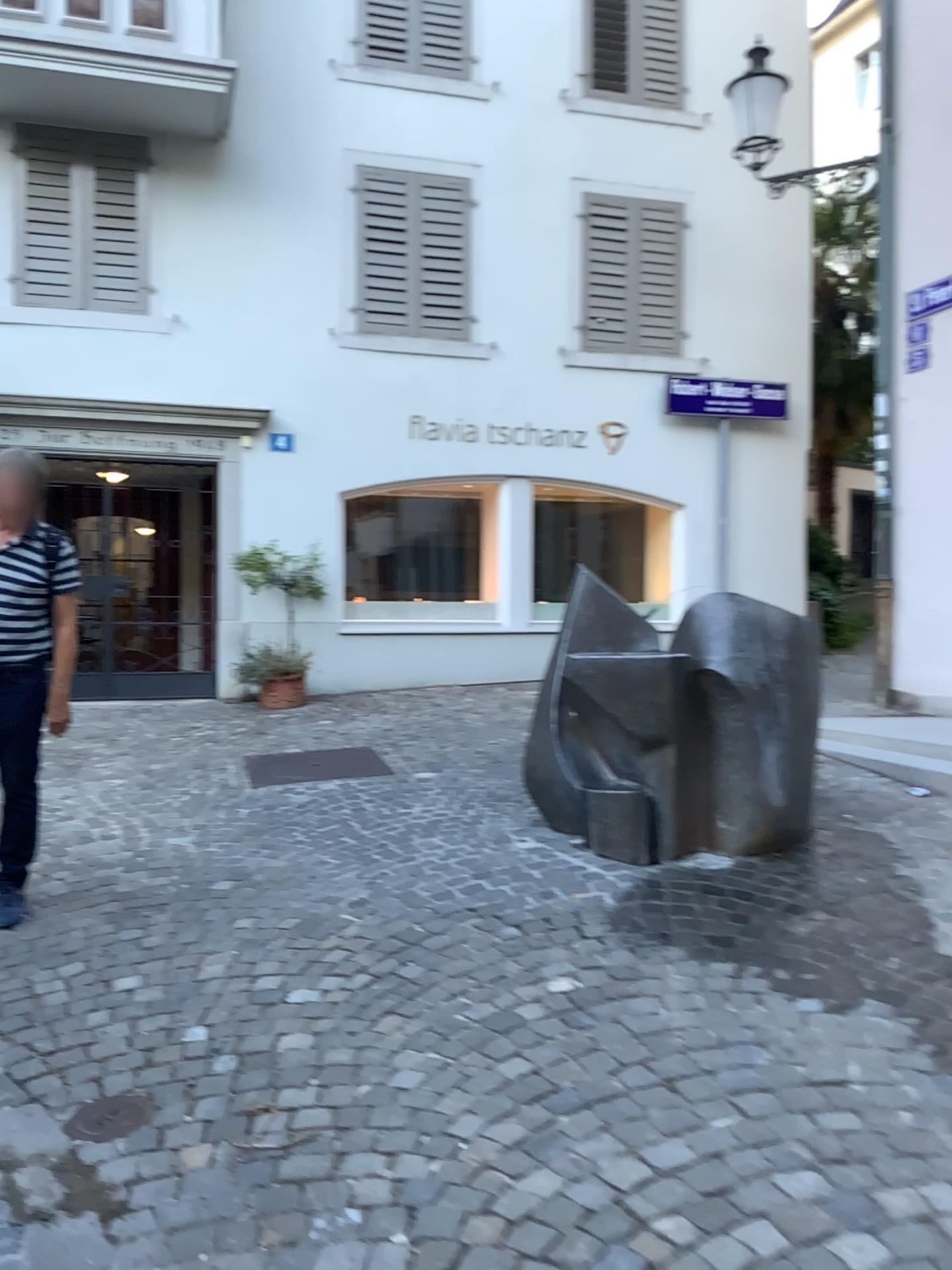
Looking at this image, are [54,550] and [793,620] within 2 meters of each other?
no

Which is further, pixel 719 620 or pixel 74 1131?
pixel 719 620

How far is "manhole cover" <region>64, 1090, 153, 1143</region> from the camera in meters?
2.5

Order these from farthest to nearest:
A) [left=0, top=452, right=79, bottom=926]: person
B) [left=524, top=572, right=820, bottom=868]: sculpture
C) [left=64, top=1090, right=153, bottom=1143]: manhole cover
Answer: [left=524, top=572, right=820, bottom=868]: sculpture, [left=0, top=452, right=79, bottom=926]: person, [left=64, top=1090, right=153, bottom=1143]: manhole cover

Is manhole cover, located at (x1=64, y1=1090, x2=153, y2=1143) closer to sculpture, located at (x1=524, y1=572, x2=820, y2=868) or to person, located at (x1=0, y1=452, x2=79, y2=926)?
person, located at (x1=0, y1=452, x2=79, y2=926)

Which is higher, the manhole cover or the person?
the person

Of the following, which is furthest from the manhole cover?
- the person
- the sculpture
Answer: the sculpture

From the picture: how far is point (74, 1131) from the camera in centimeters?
253cm

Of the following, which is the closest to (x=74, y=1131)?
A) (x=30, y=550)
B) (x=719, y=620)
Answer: (x=30, y=550)

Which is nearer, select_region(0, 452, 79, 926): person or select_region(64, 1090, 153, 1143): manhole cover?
select_region(64, 1090, 153, 1143): manhole cover
